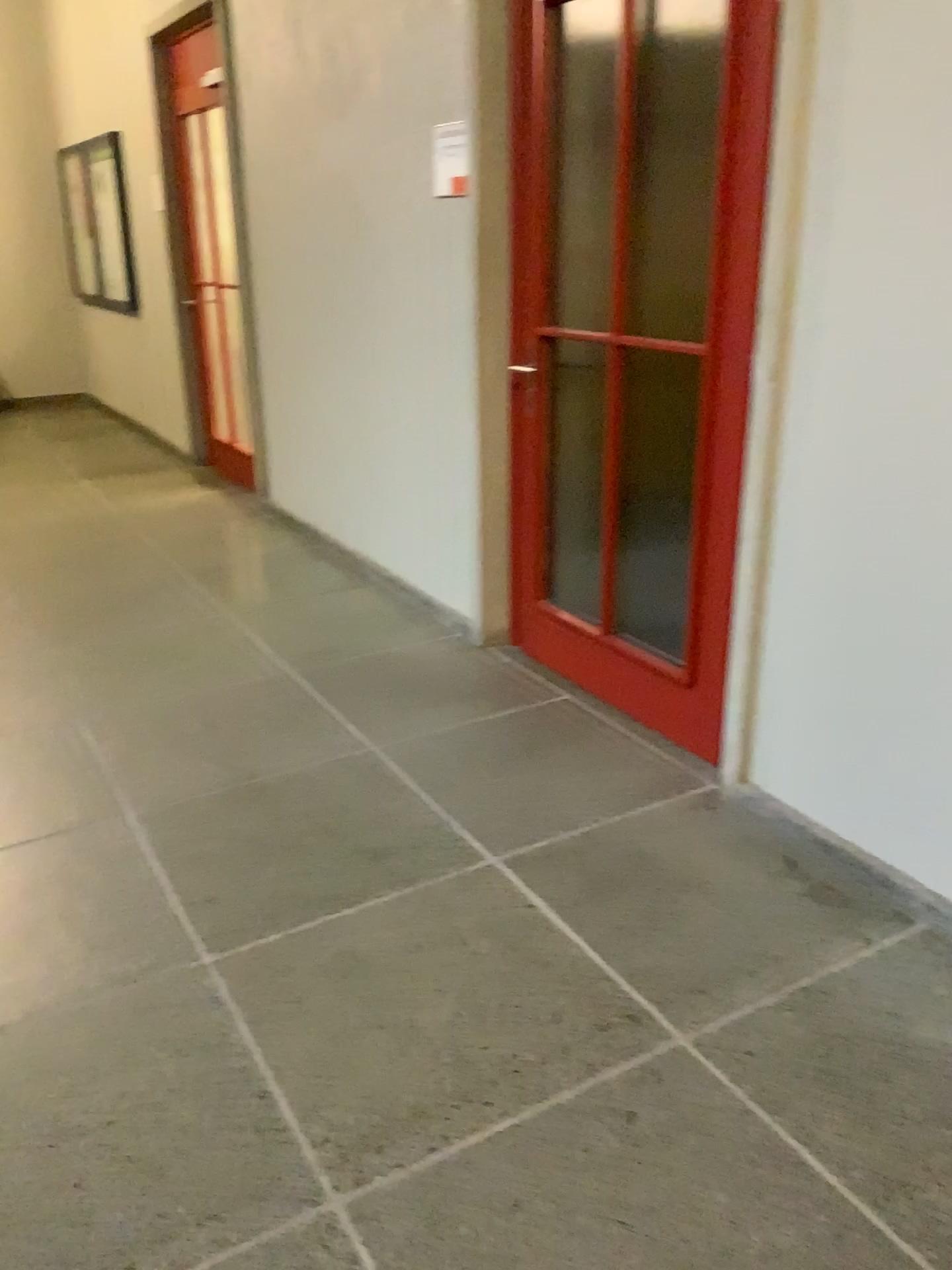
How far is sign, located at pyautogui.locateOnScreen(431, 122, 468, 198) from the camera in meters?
3.4 m

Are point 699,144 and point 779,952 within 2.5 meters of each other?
no

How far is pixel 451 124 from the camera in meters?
3.4 m
